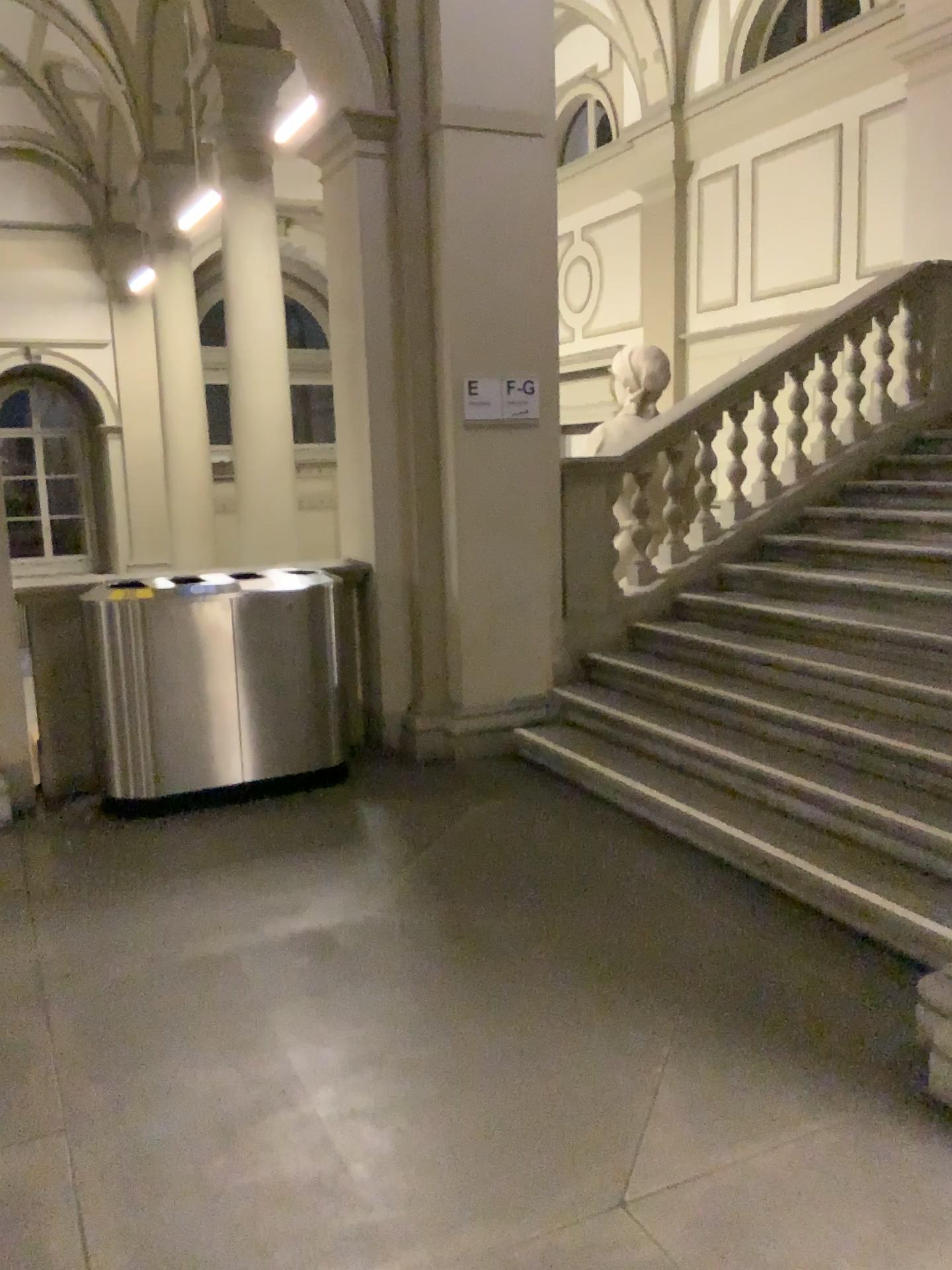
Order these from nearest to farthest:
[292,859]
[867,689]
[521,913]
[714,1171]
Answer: [714,1171], [521,913], [292,859], [867,689]
